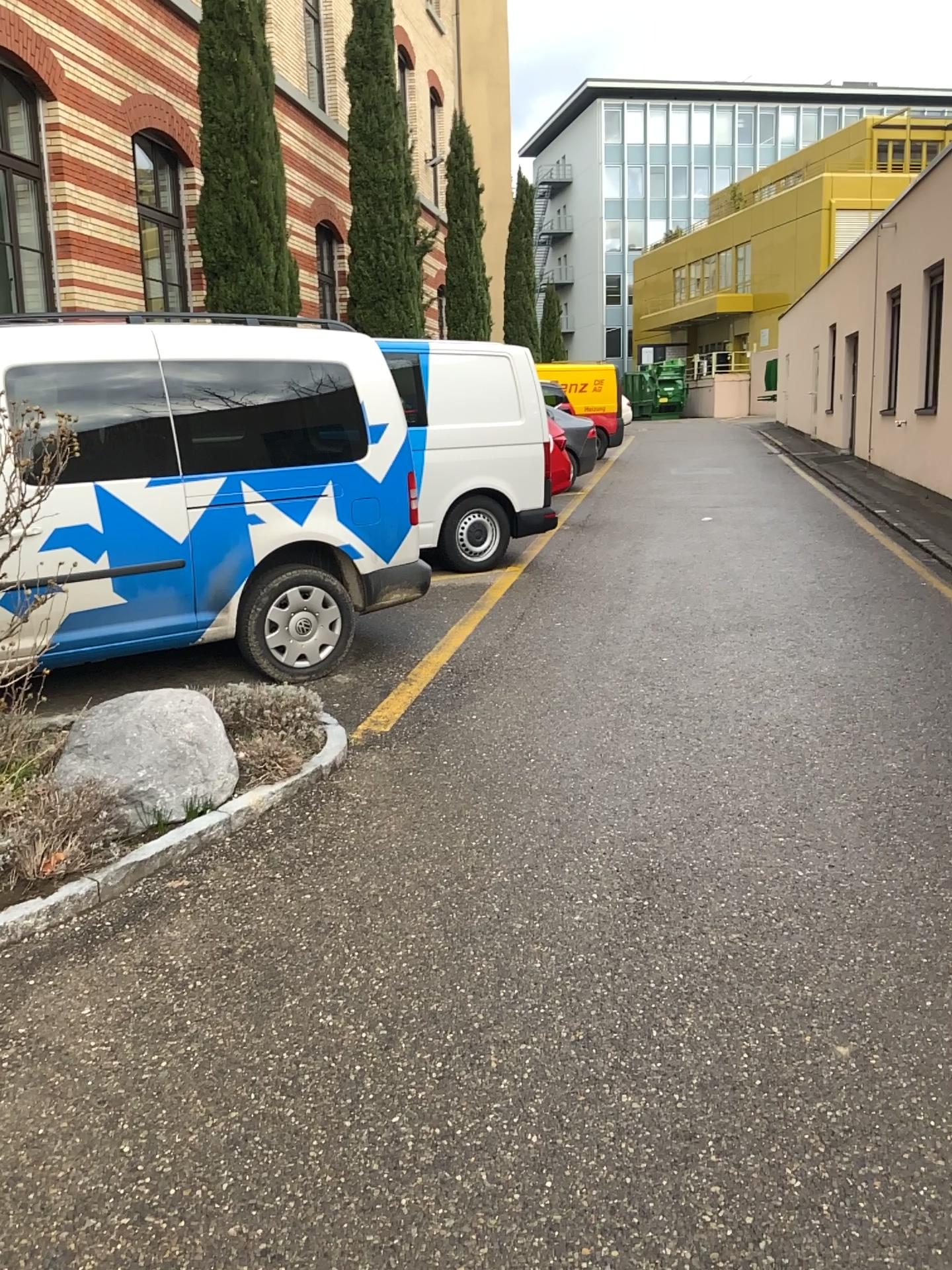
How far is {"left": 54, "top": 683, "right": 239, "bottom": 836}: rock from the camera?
3.5m

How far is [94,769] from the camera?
3.5 meters

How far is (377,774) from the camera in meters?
4.2
